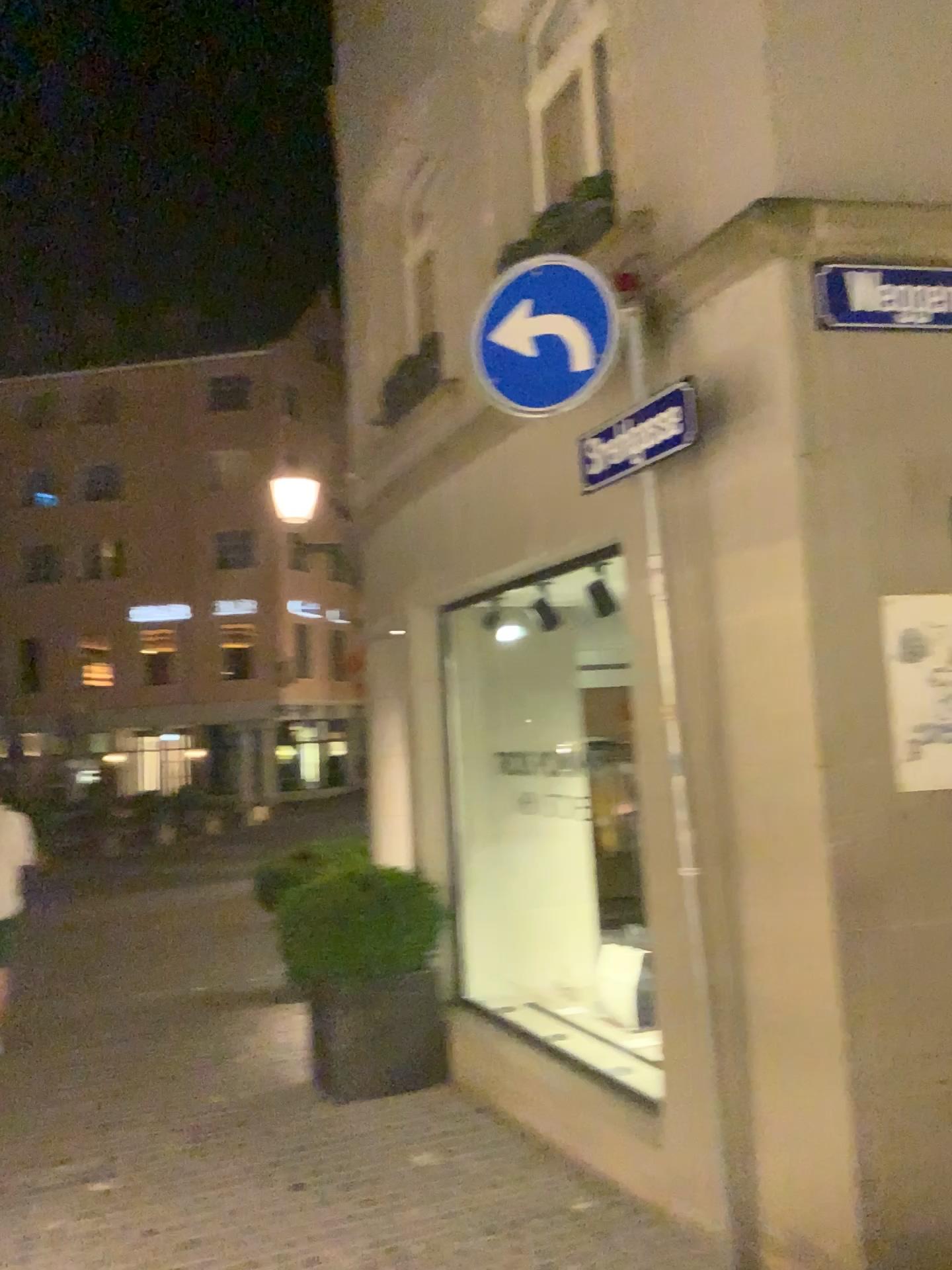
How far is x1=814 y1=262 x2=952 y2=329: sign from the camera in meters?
3.1 m

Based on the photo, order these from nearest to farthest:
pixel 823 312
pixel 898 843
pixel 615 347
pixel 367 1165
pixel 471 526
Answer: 1. pixel 898 843
2. pixel 823 312
3. pixel 615 347
4. pixel 367 1165
5. pixel 471 526

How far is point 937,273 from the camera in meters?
3.1

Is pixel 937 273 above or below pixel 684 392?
above
